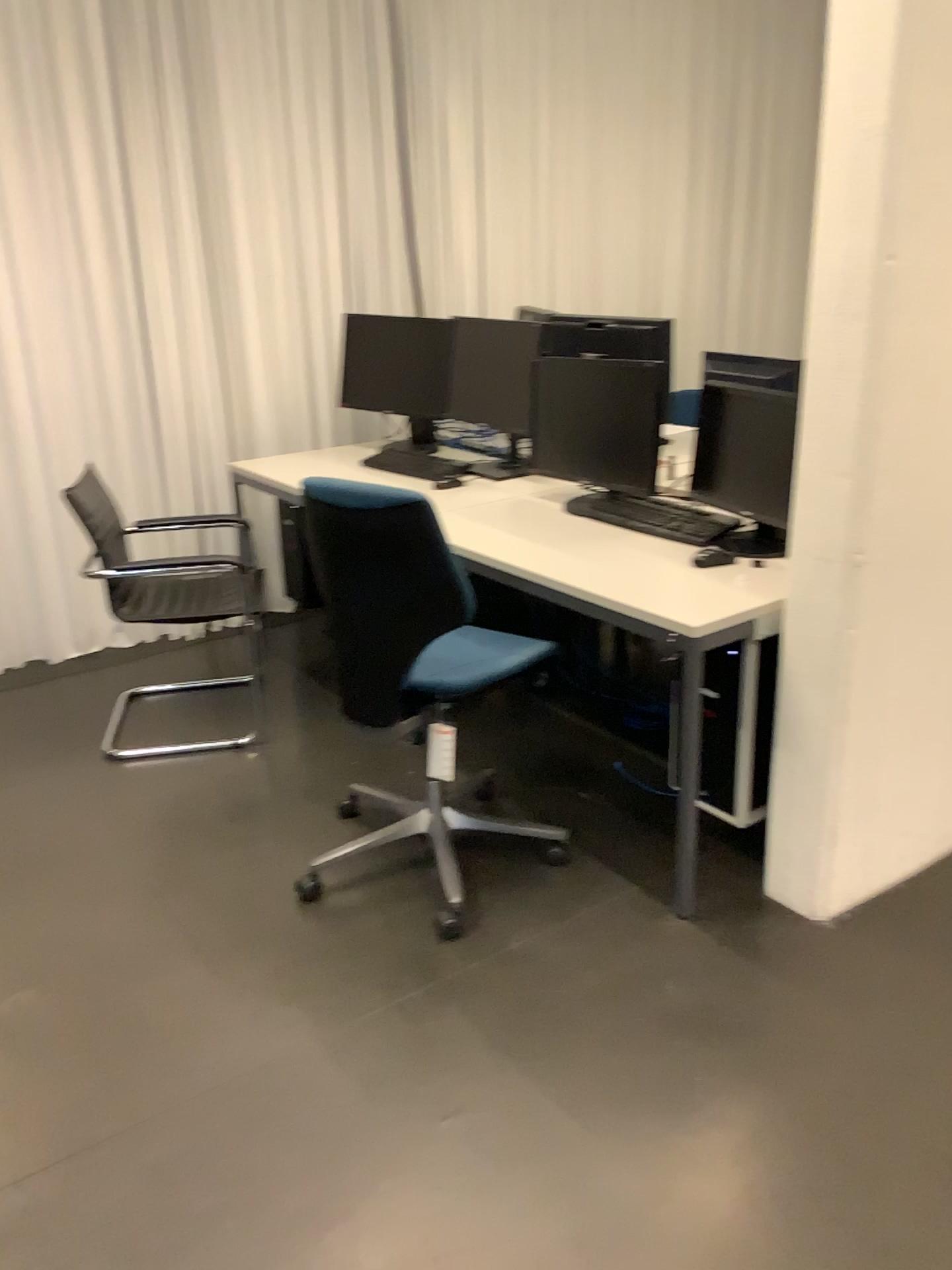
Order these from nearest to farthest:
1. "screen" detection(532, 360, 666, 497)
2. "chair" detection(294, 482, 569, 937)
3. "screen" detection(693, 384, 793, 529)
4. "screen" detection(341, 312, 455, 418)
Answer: "chair" detection(294, 482, 569, 937) < "screen" detection(693, 384, 793, 529) < "screen" detection(532, 360, 666, 497) < "screen" detection(341, 312, 455, 418)

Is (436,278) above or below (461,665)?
above

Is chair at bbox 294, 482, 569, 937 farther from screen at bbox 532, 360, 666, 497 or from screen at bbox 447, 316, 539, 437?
screen at bbox 447, 316, 539, 437

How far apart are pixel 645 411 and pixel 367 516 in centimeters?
111cm

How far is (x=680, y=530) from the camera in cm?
288

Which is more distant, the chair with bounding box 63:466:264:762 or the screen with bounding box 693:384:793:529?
the chair with bounding box 63:466:264:762

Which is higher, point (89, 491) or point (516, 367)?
point (516, 367)

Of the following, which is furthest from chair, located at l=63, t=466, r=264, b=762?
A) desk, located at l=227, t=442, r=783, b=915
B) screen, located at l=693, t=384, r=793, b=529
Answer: A: screen, located at l=693, t=384, r=793, b=529

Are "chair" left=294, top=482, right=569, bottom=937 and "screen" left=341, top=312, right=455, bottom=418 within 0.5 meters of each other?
no

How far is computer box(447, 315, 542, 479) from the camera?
3.6 meters
